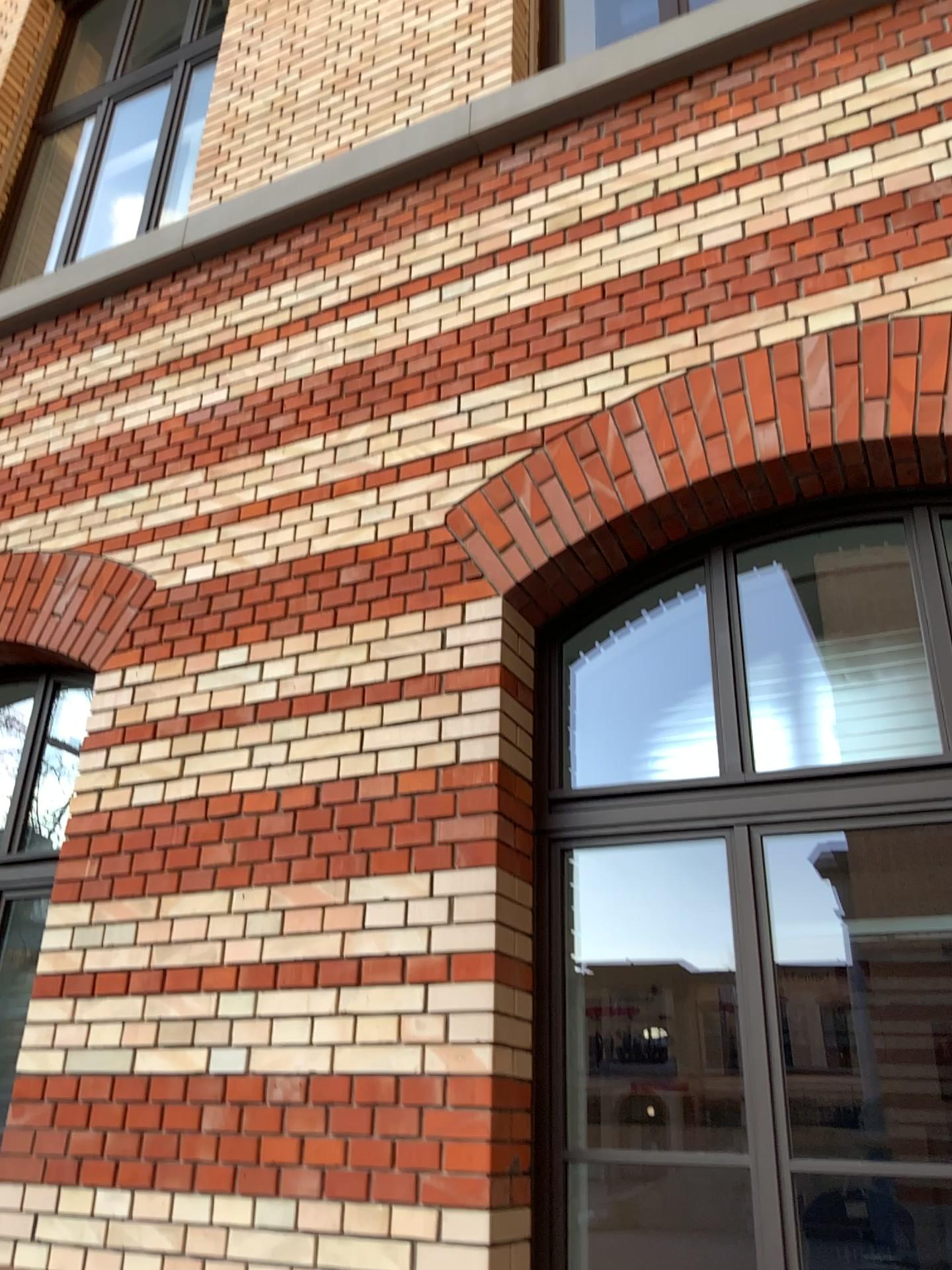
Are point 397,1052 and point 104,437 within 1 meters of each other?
no
